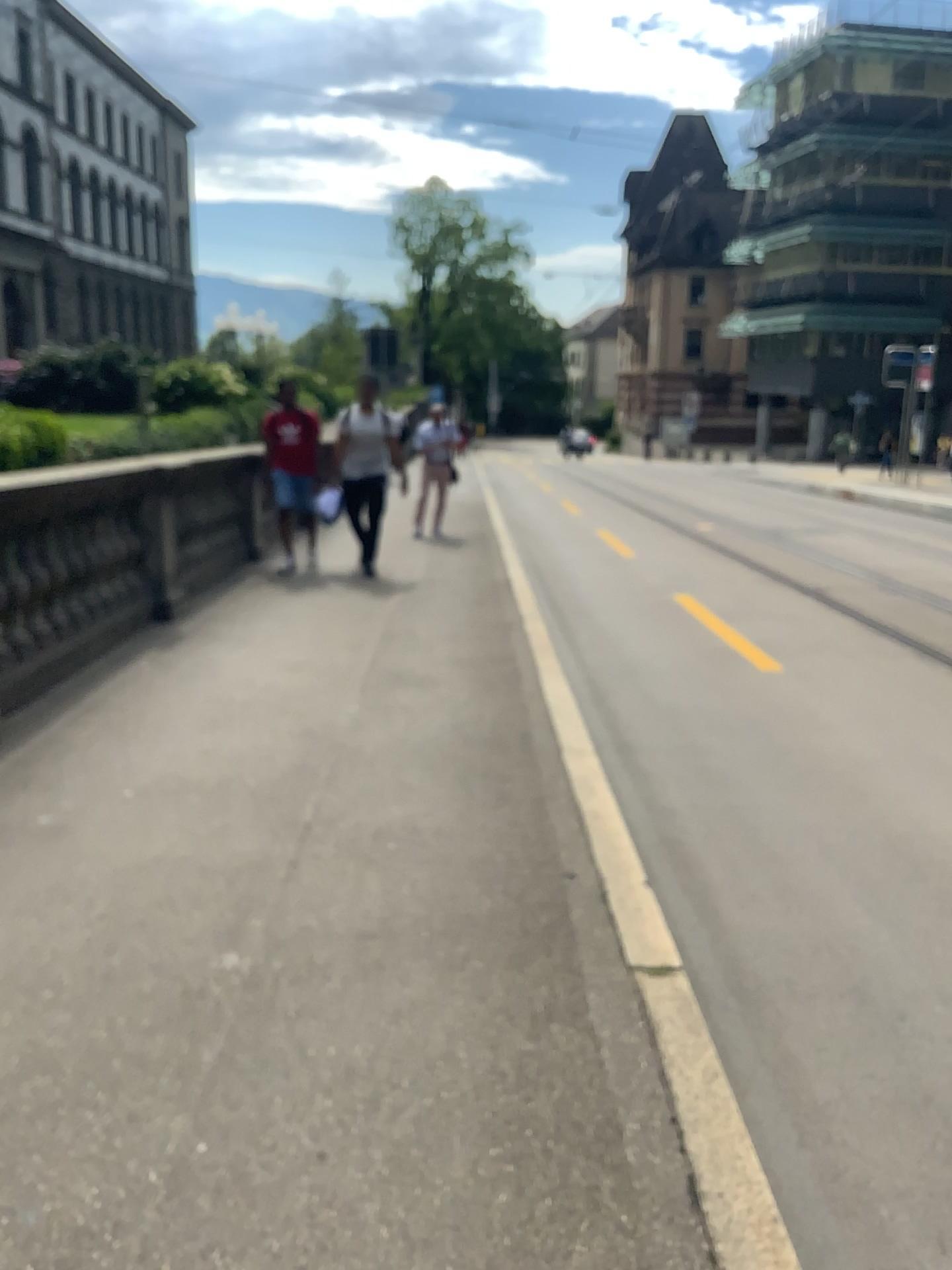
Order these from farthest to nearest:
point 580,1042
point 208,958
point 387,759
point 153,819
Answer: point 387,759
point 153,819
point 208,958
point 580,1042
